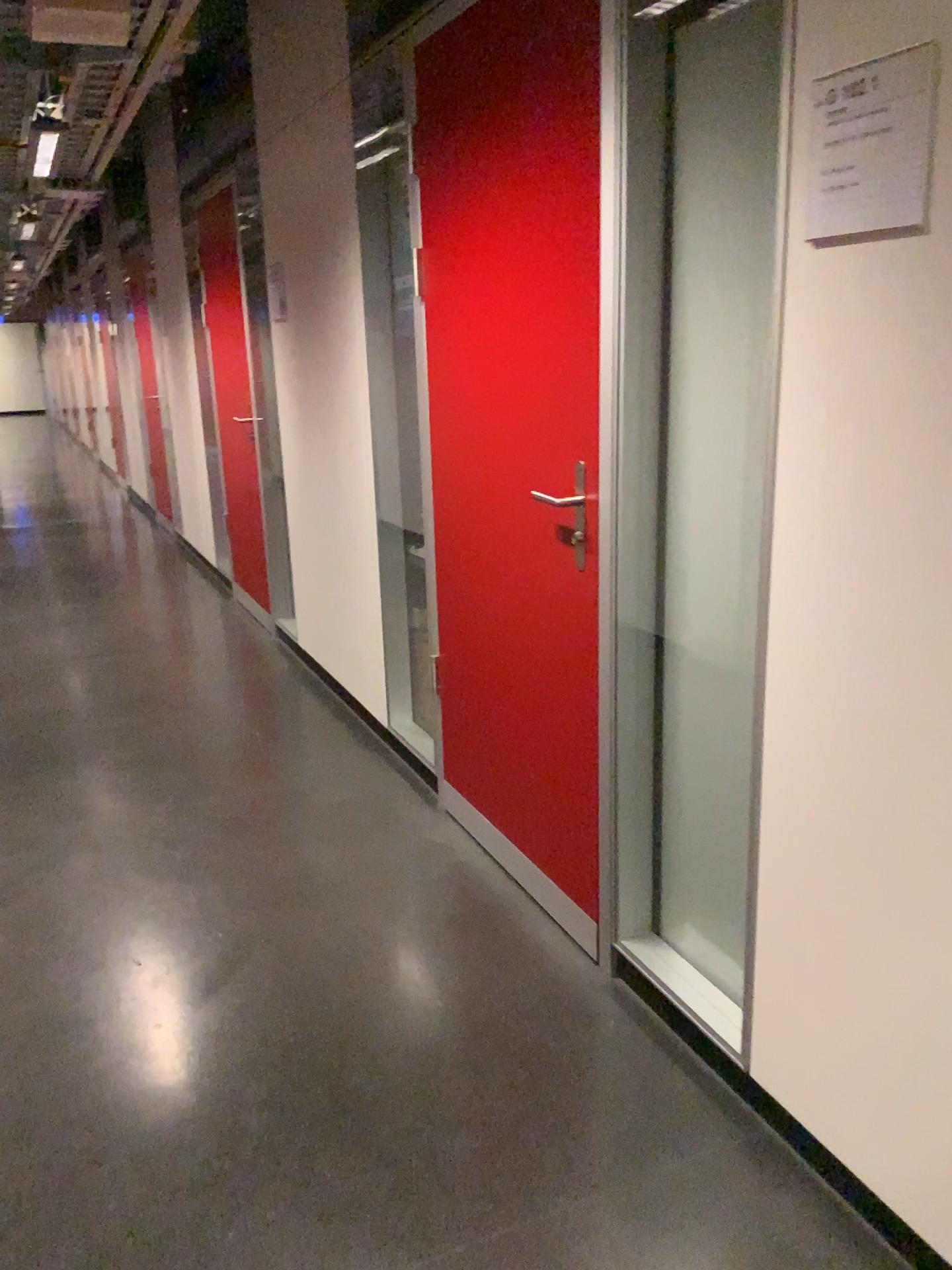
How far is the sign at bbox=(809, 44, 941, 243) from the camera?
1.3 meters

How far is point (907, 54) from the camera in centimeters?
130cm

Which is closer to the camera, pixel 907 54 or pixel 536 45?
pixel 907 54

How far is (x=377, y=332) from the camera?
3.3m

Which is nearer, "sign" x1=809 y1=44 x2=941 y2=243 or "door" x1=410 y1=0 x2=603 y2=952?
"sign" x1=809 y1=44 x2=941 y2=243
